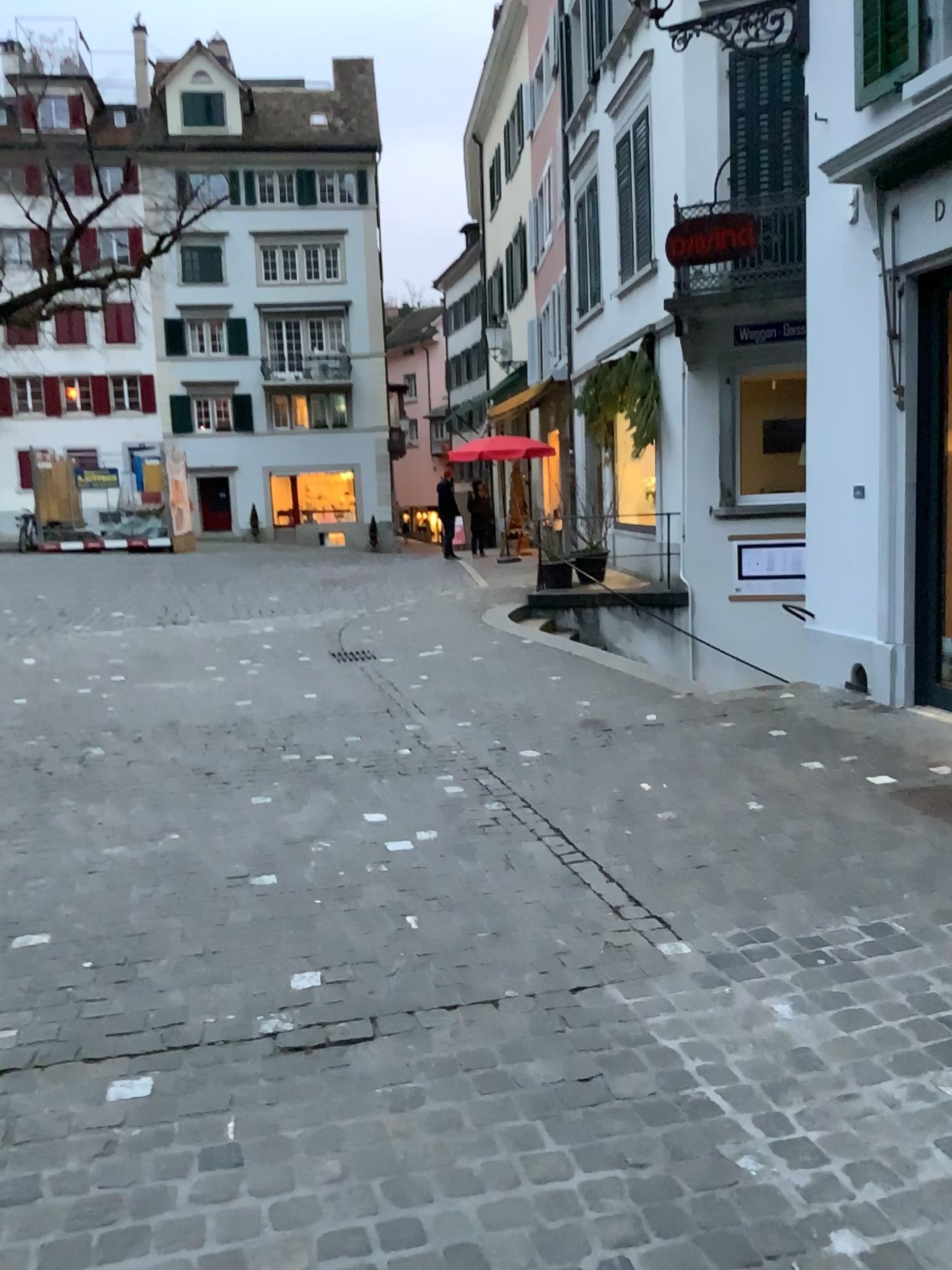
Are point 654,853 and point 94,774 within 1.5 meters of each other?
no
